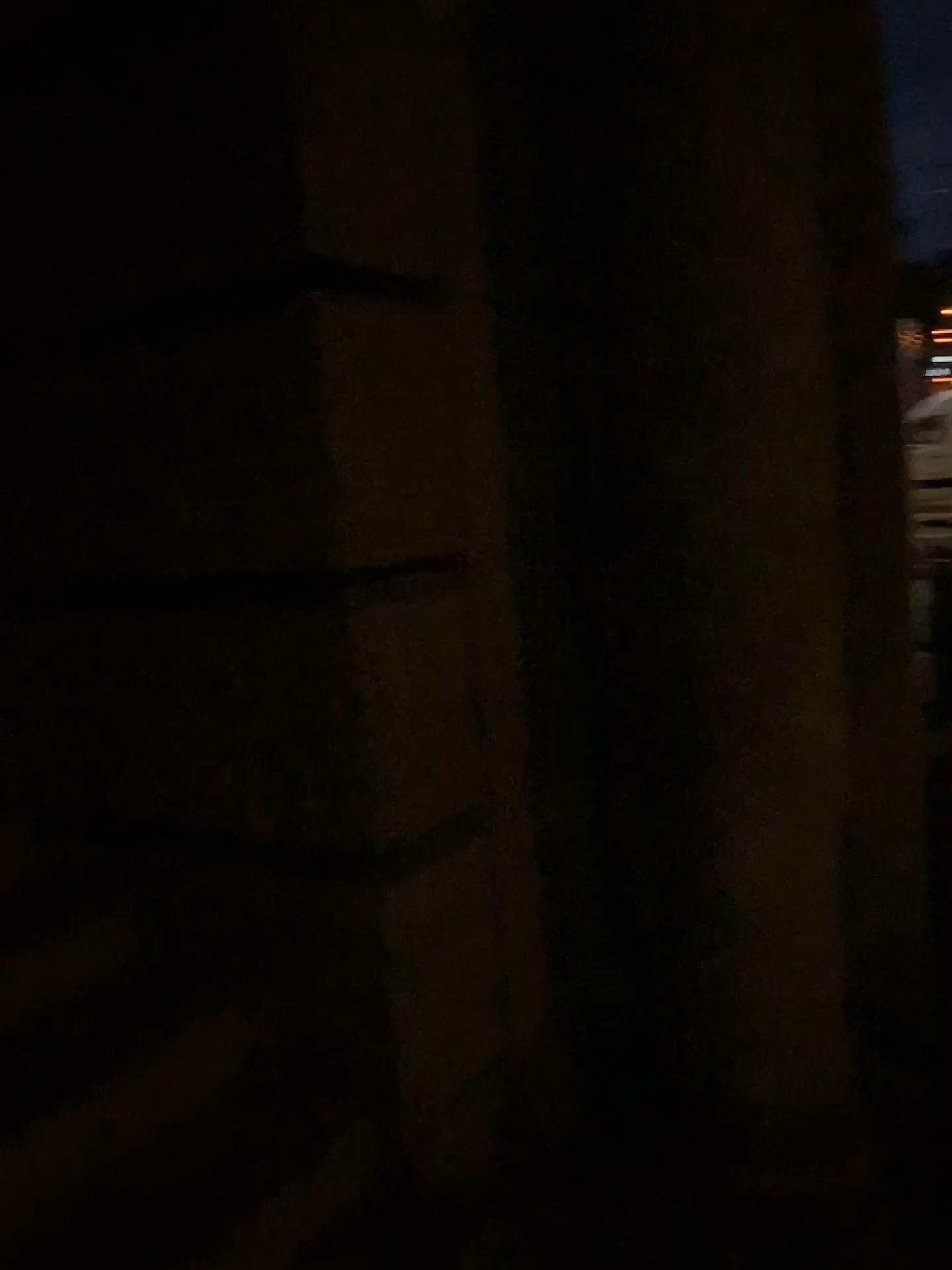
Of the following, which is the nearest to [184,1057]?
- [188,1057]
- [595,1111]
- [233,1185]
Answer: [188,1057]
